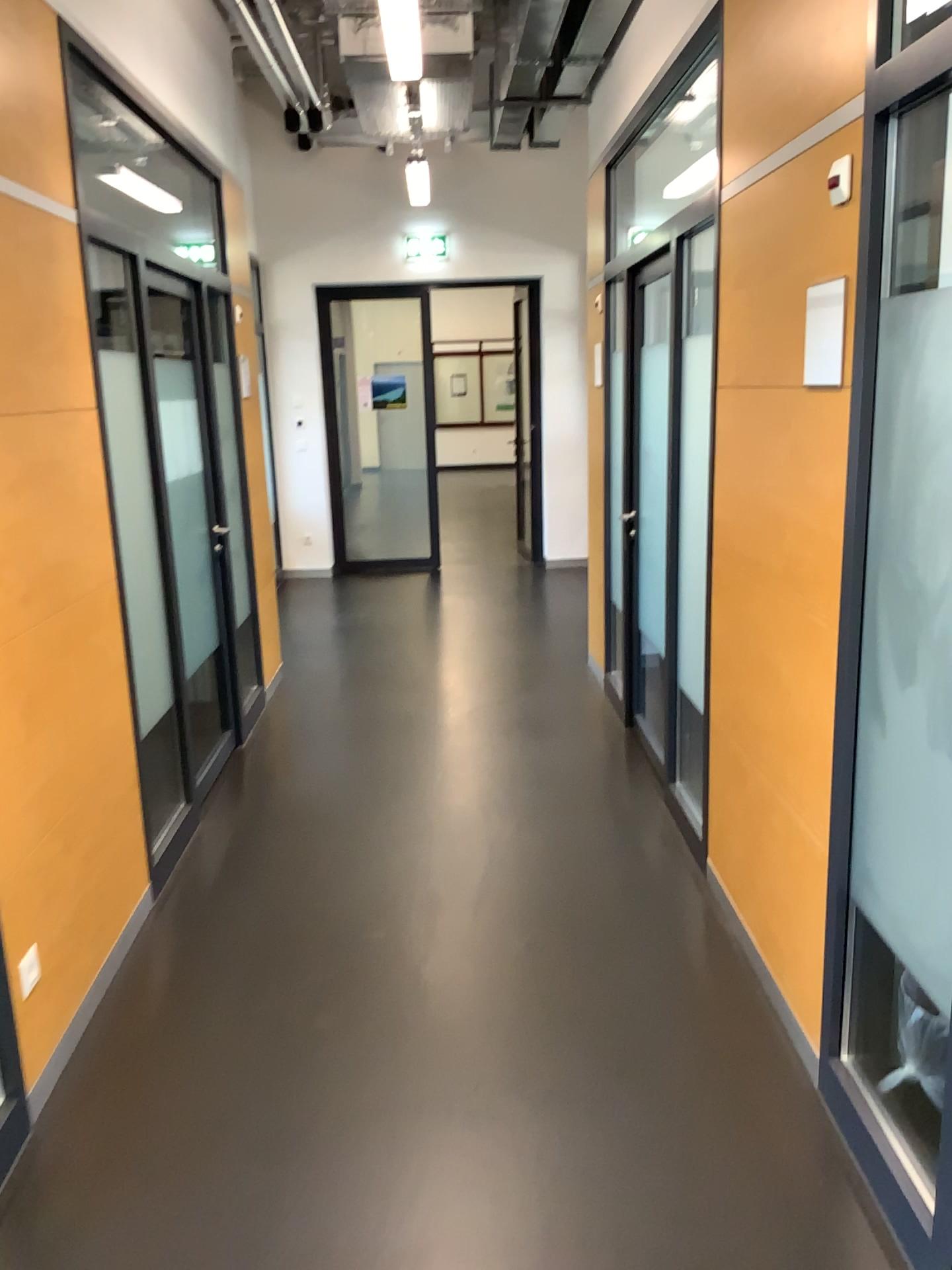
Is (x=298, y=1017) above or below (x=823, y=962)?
below
